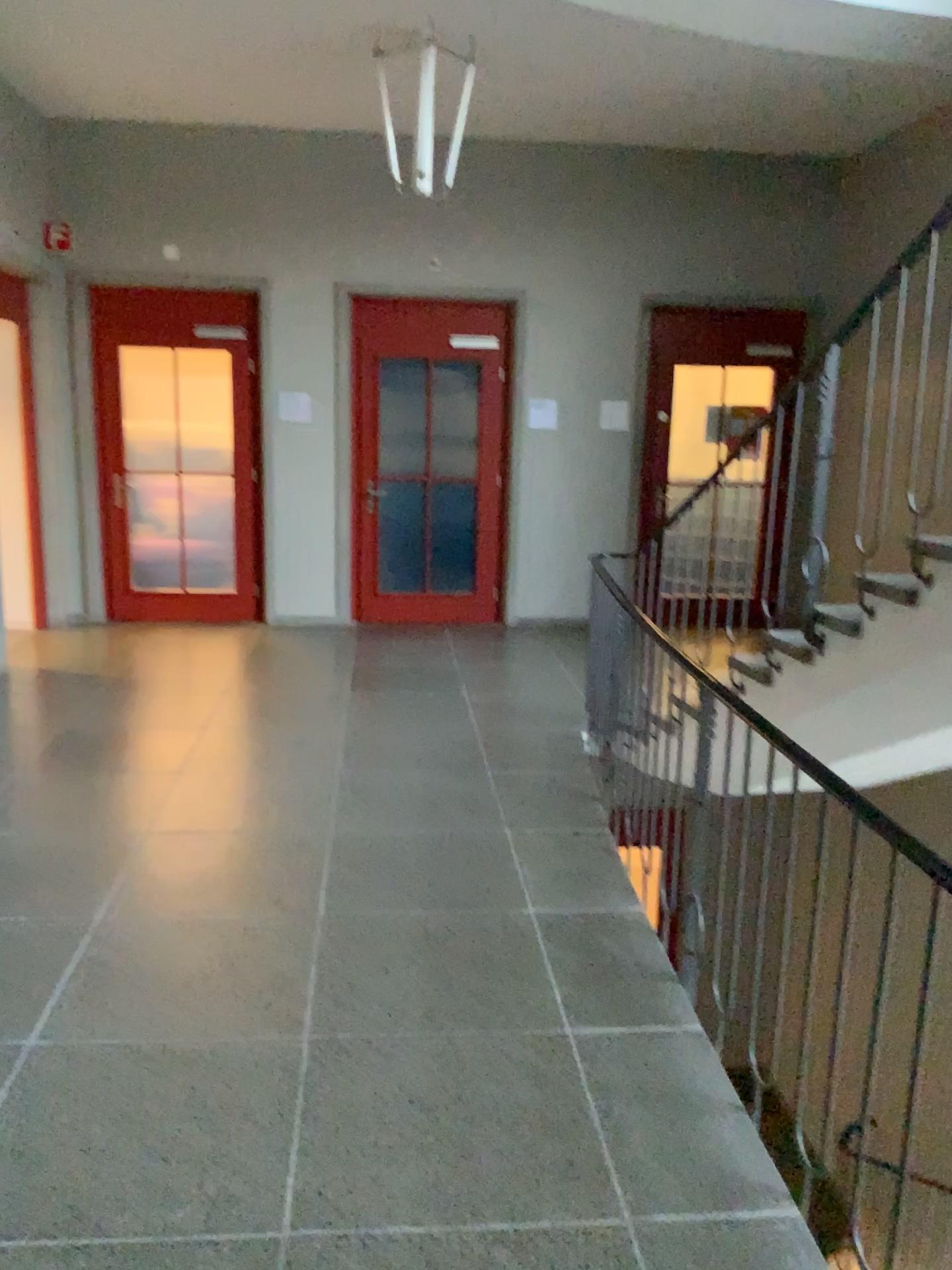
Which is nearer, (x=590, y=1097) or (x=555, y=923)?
(x=590, y=1097)
